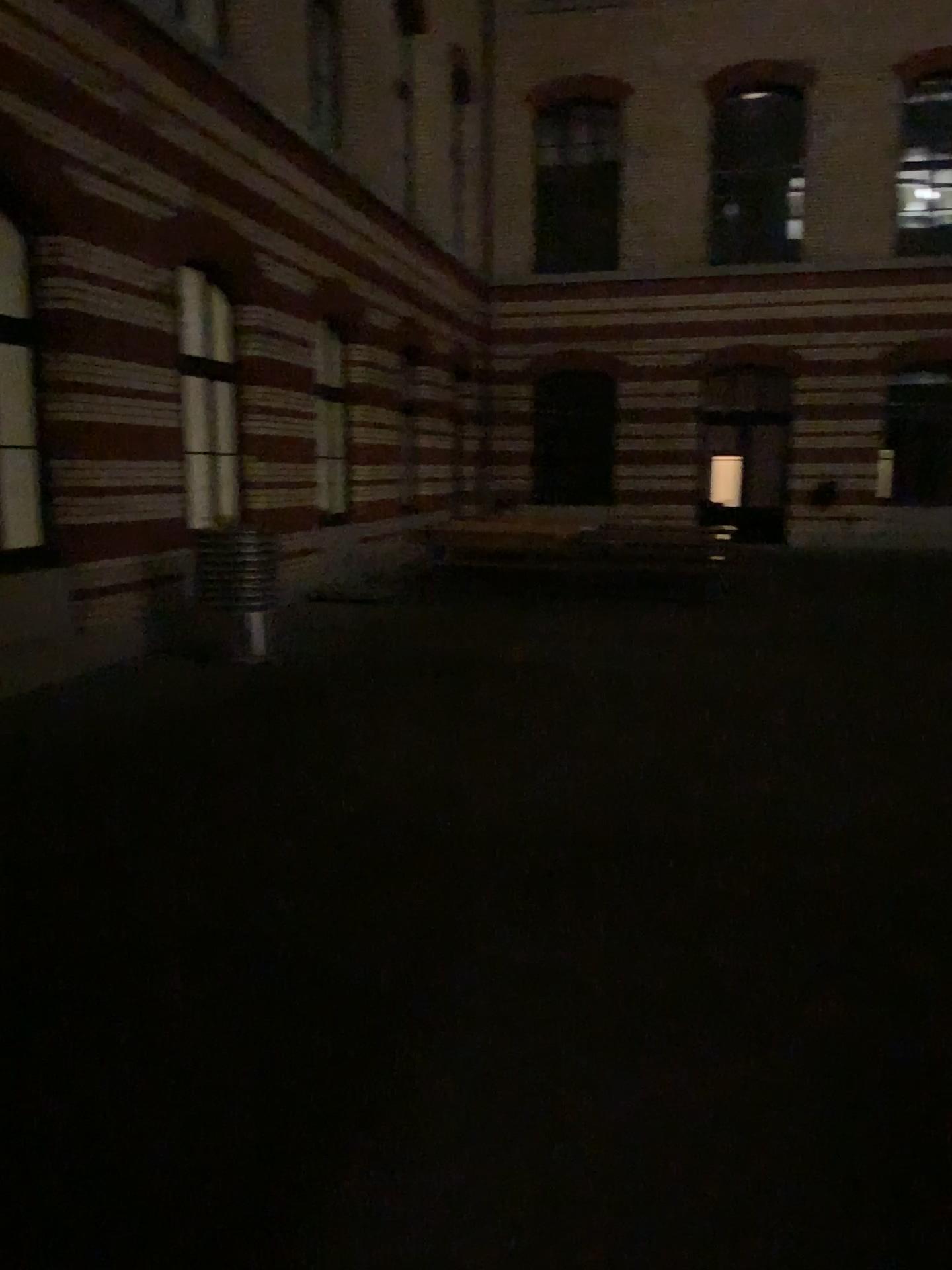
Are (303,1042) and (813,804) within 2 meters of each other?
no
